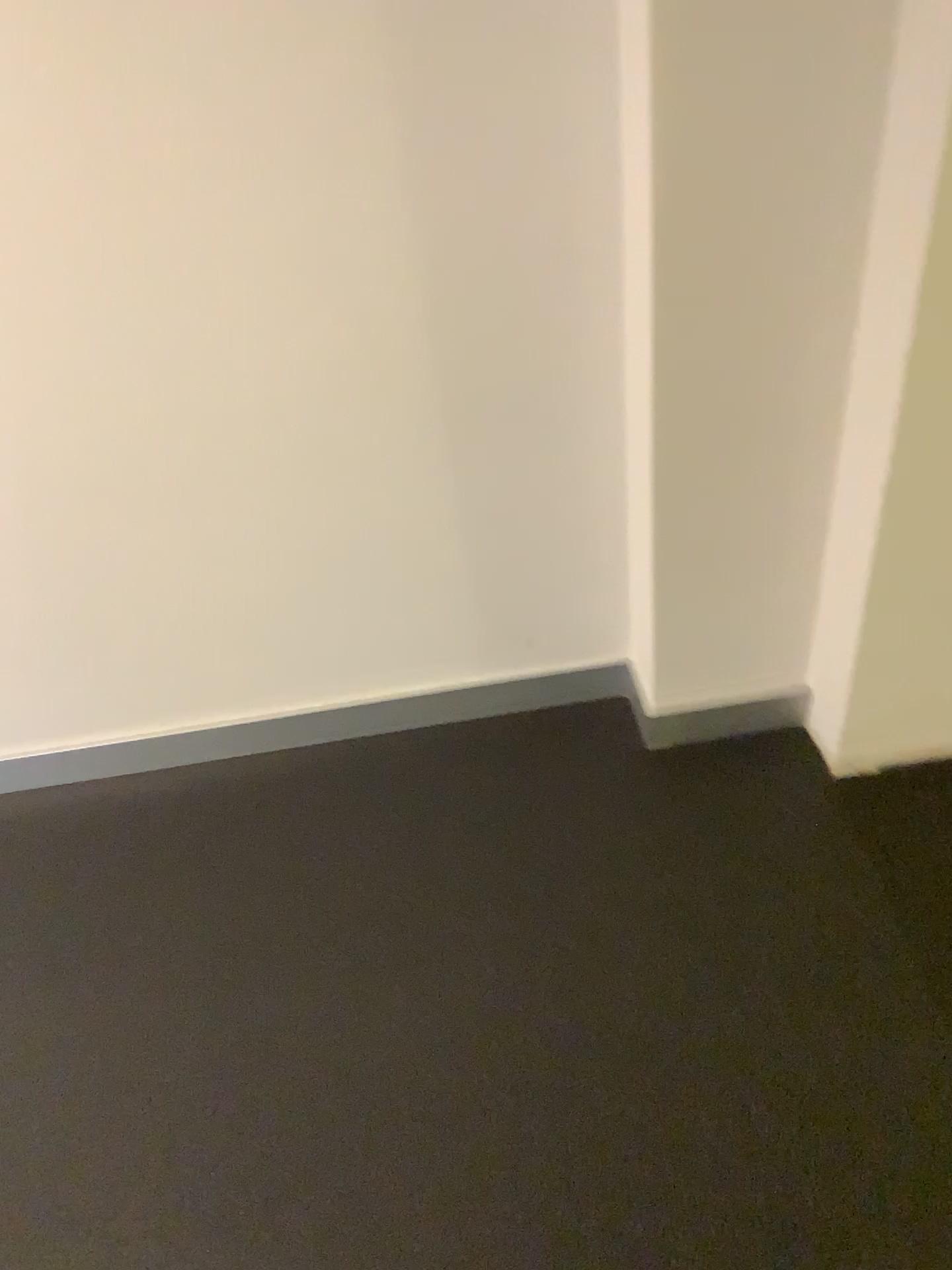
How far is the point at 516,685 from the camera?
1.78m

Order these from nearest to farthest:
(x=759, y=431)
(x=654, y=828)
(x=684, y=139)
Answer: (x=684, y=139) → (x=759, y=431) → (x=654, y=828)

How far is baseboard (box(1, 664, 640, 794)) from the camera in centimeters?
178cm
